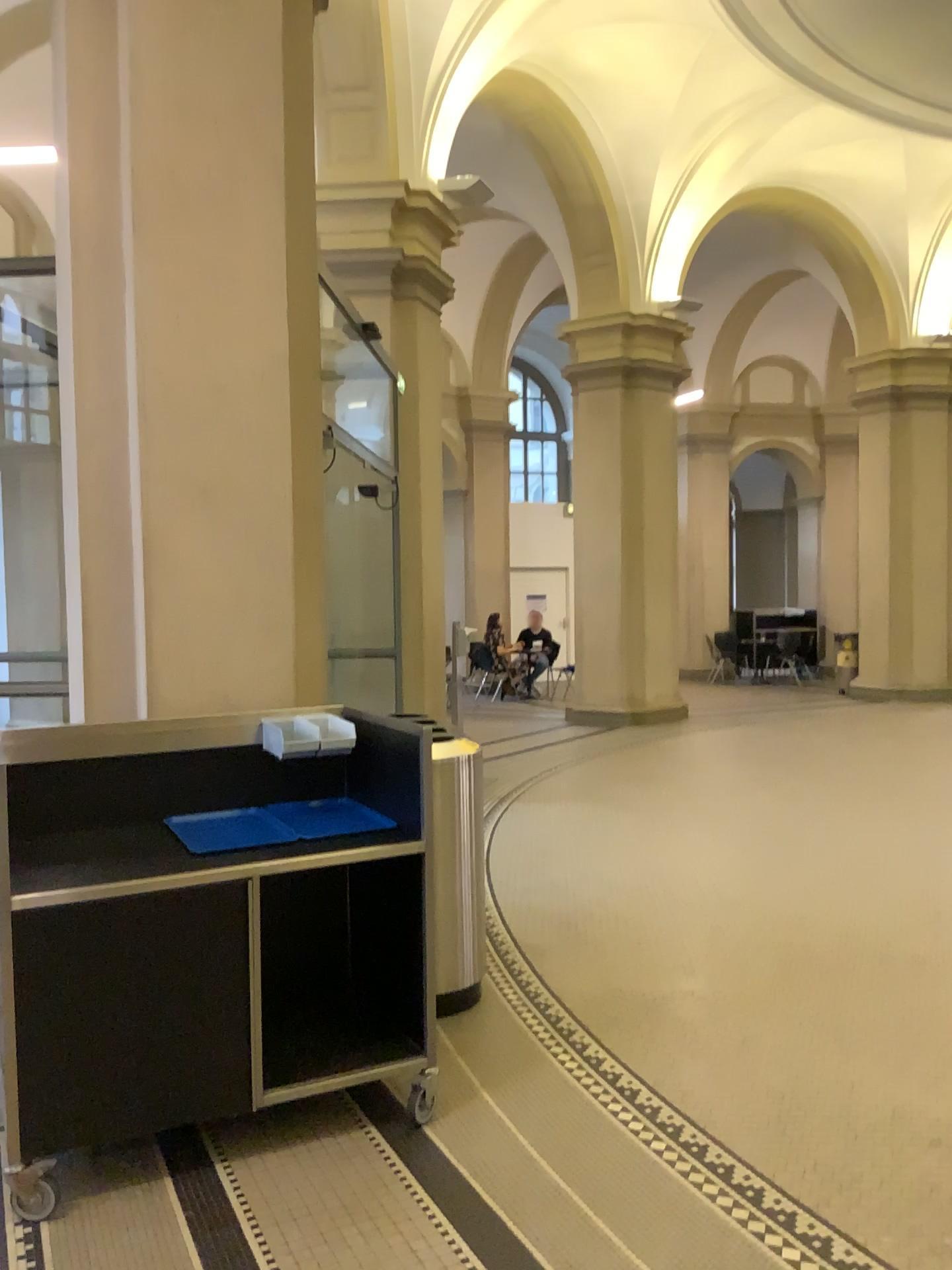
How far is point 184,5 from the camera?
3.6 meters

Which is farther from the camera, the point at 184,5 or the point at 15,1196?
the point at 184,5

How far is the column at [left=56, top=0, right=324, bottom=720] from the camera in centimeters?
364cm

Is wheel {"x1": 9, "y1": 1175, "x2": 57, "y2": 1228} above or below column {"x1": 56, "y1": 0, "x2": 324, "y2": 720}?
below

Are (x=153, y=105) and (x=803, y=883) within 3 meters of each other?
no

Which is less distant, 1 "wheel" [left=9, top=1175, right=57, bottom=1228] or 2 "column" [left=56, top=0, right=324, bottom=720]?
1 "wheel" [left=9, top=1175, right=57, bottom=1228]

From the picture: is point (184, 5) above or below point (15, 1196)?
above
